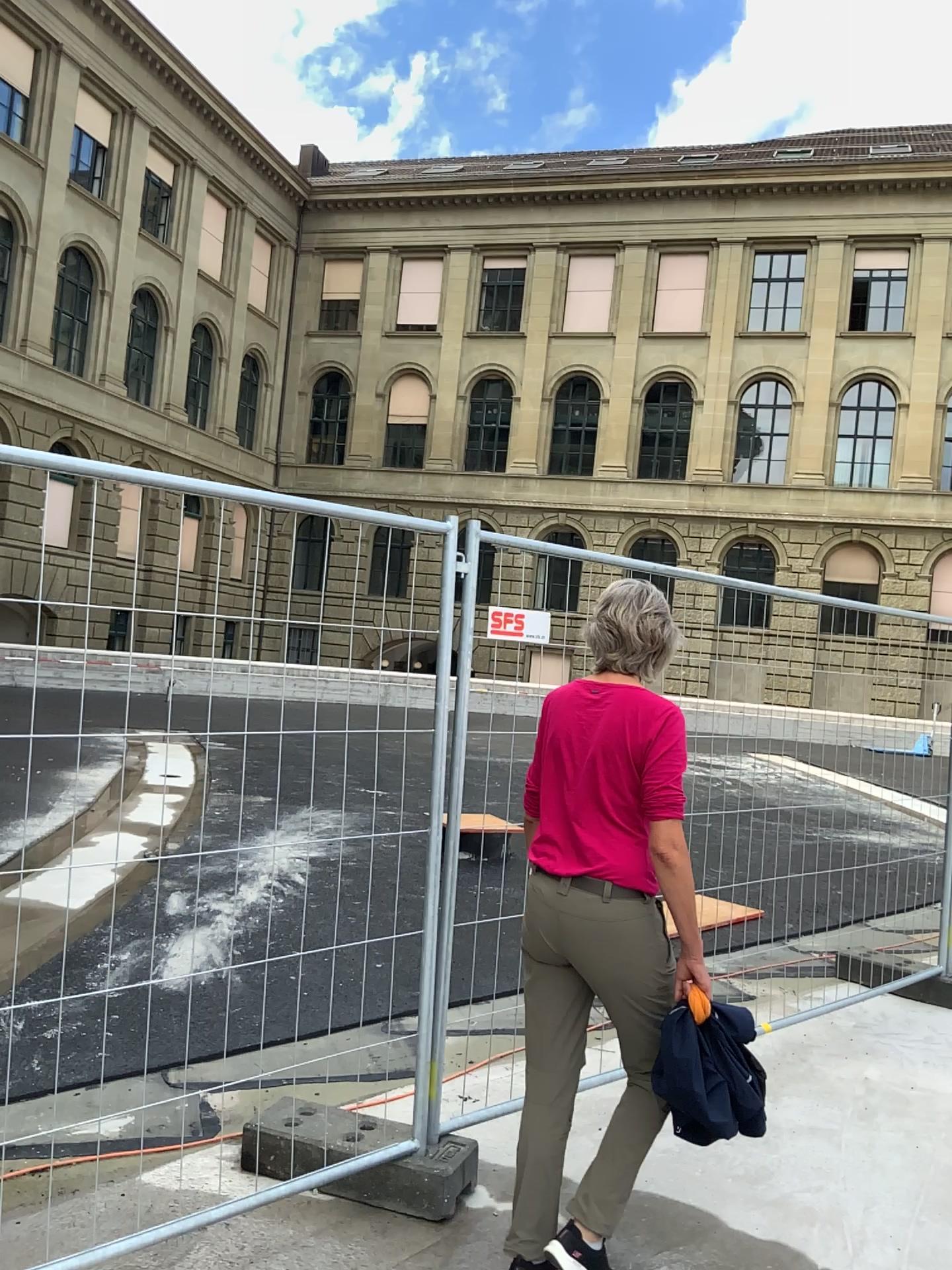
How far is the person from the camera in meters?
2.5 m

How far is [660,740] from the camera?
2.5m

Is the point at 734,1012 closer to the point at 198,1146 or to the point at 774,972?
the point at 198,1146
